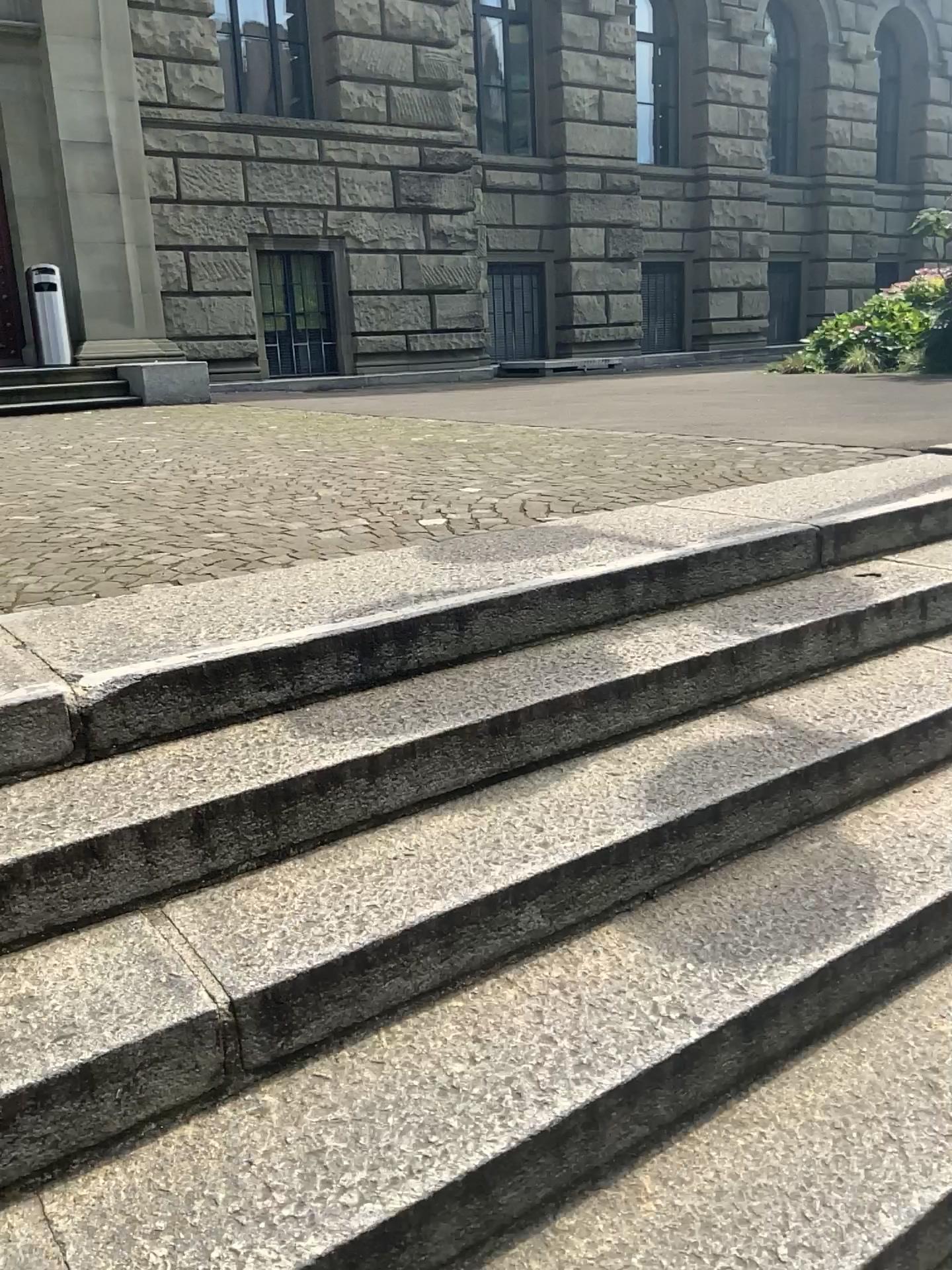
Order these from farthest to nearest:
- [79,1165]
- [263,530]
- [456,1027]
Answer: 1. [263,530]
2. [456,1027]
3. [79,1165]
